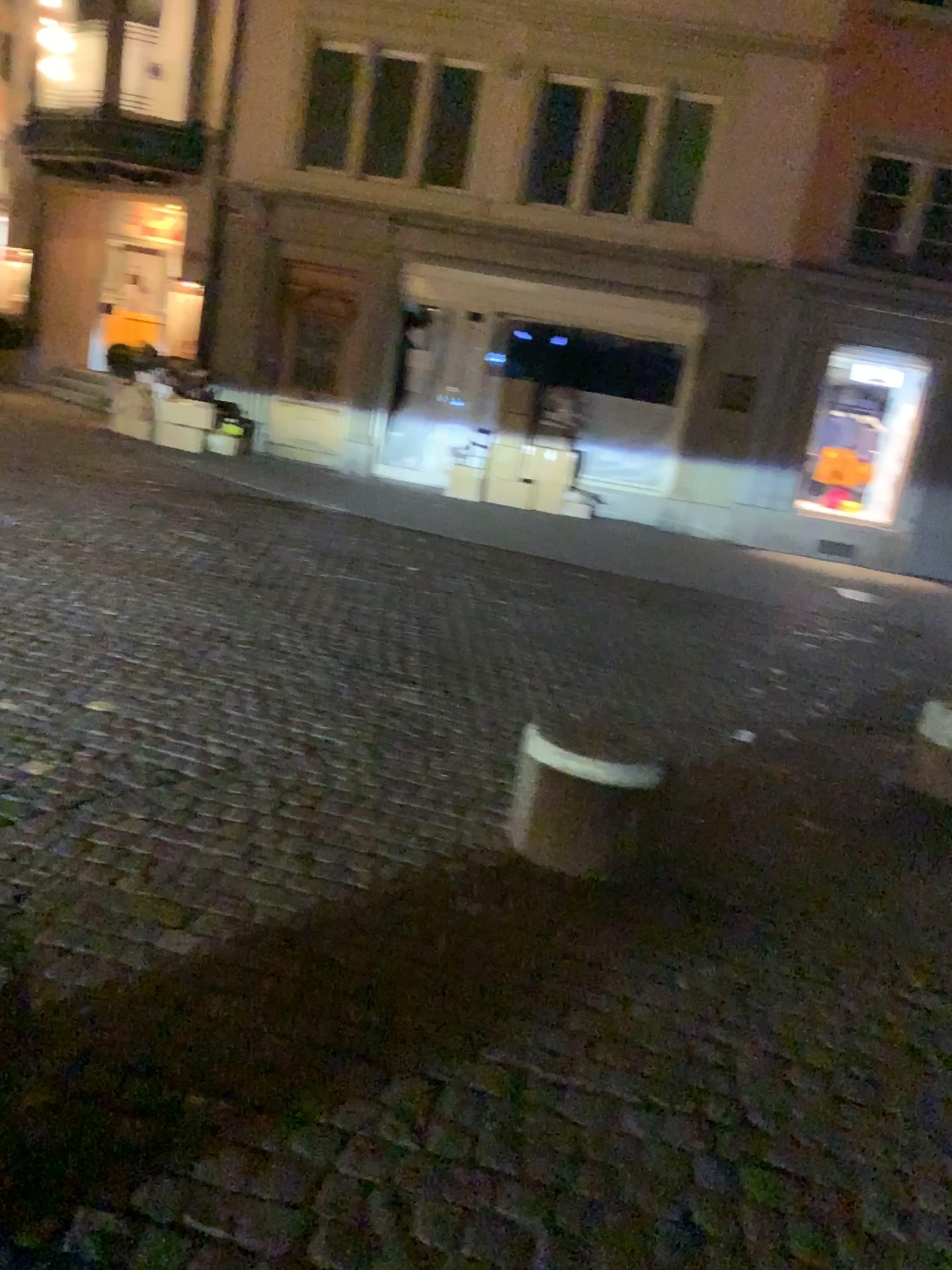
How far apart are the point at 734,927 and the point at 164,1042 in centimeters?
166cm
